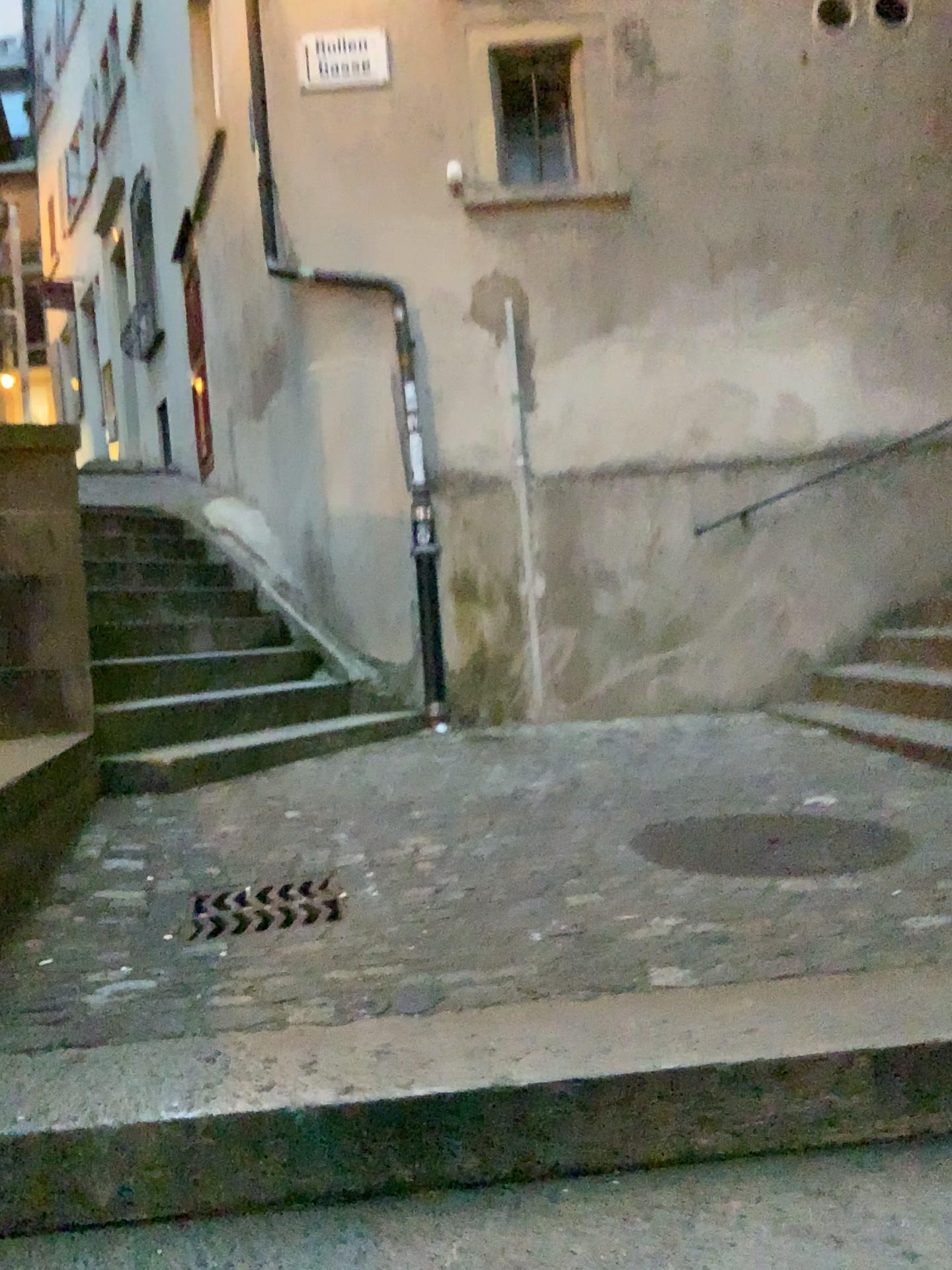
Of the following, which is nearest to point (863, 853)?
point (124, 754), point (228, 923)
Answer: point (228, 923)

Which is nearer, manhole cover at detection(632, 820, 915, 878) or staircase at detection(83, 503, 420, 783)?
manhole cover at detection(632, 820, 915, 878)

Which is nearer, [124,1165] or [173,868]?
[124,1165]

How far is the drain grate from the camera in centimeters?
239cm

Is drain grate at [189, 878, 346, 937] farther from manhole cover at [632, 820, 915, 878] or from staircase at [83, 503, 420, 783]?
staircase at [83, 503, 420, 783]

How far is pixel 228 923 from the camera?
2.39m

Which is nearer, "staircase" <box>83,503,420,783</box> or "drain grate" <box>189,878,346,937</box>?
"drain grate" <box>189,878,346,937</box>

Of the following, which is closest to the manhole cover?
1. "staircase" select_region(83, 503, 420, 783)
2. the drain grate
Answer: the drain grate

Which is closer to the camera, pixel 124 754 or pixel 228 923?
pixel 228 923
